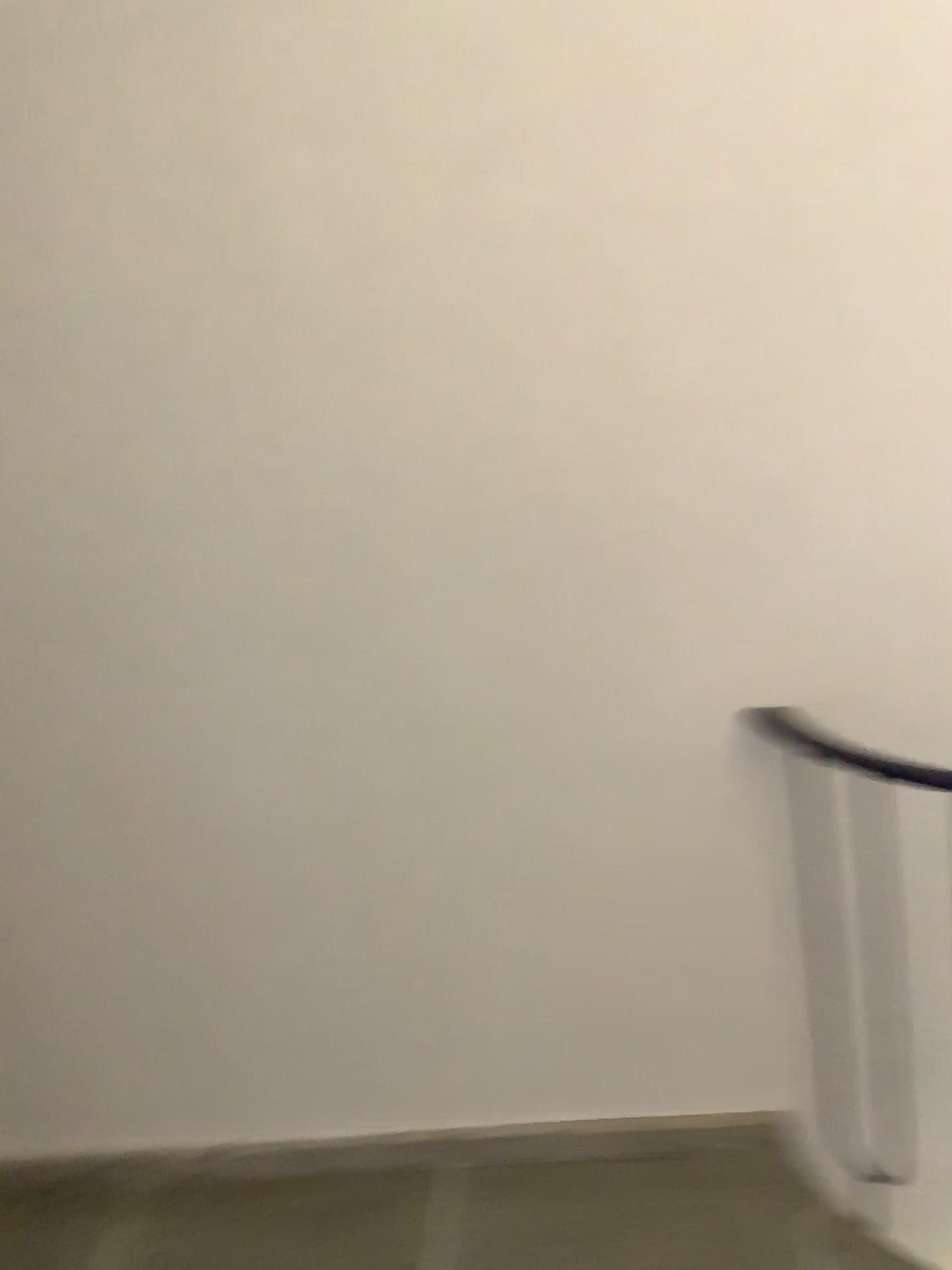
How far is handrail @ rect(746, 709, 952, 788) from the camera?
1.93m

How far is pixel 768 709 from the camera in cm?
193

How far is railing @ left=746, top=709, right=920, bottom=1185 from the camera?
1.94m

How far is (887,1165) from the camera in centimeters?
212cm

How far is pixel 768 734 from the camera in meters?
1.9 m
